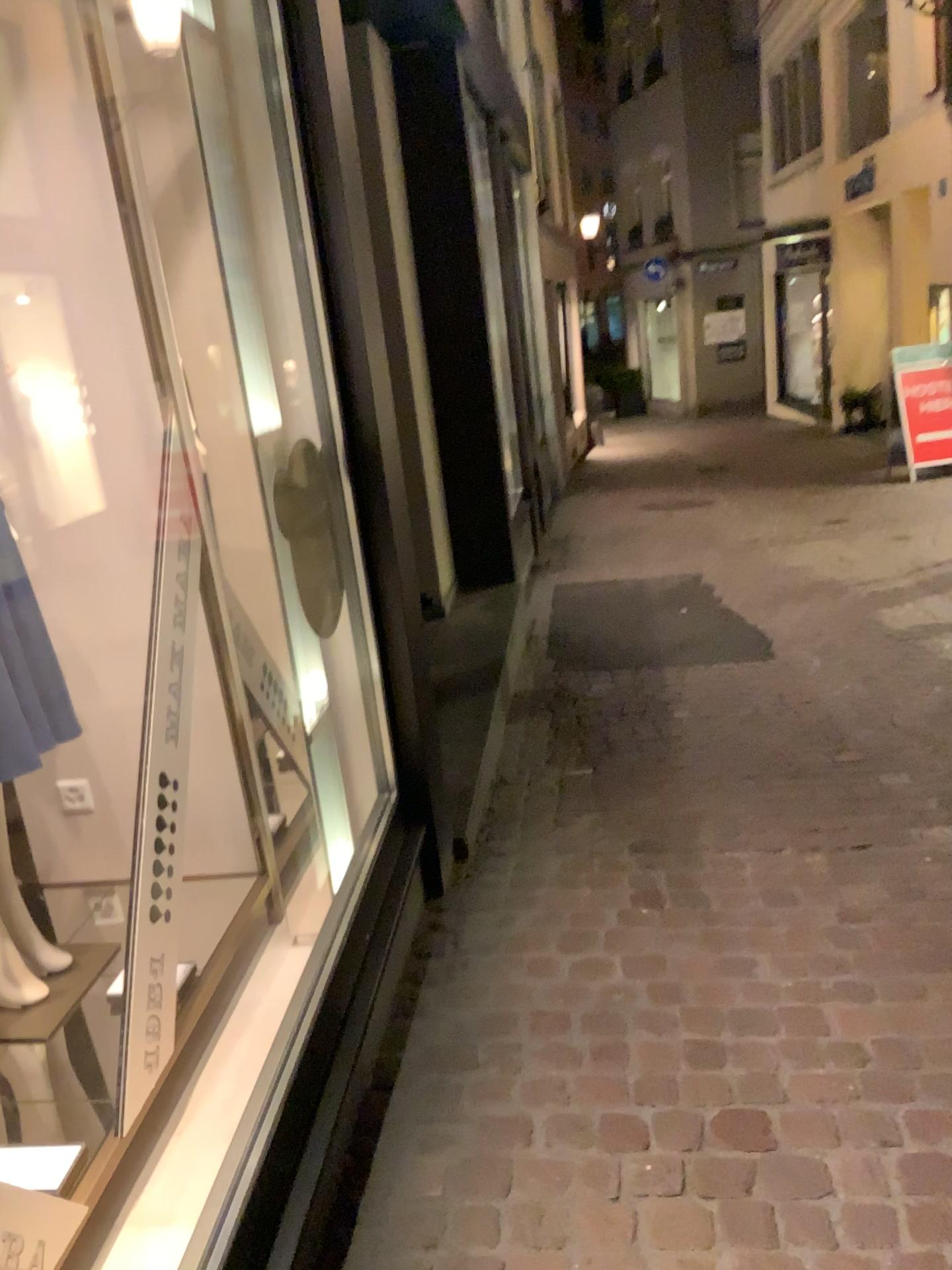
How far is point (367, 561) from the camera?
2.5 meters
